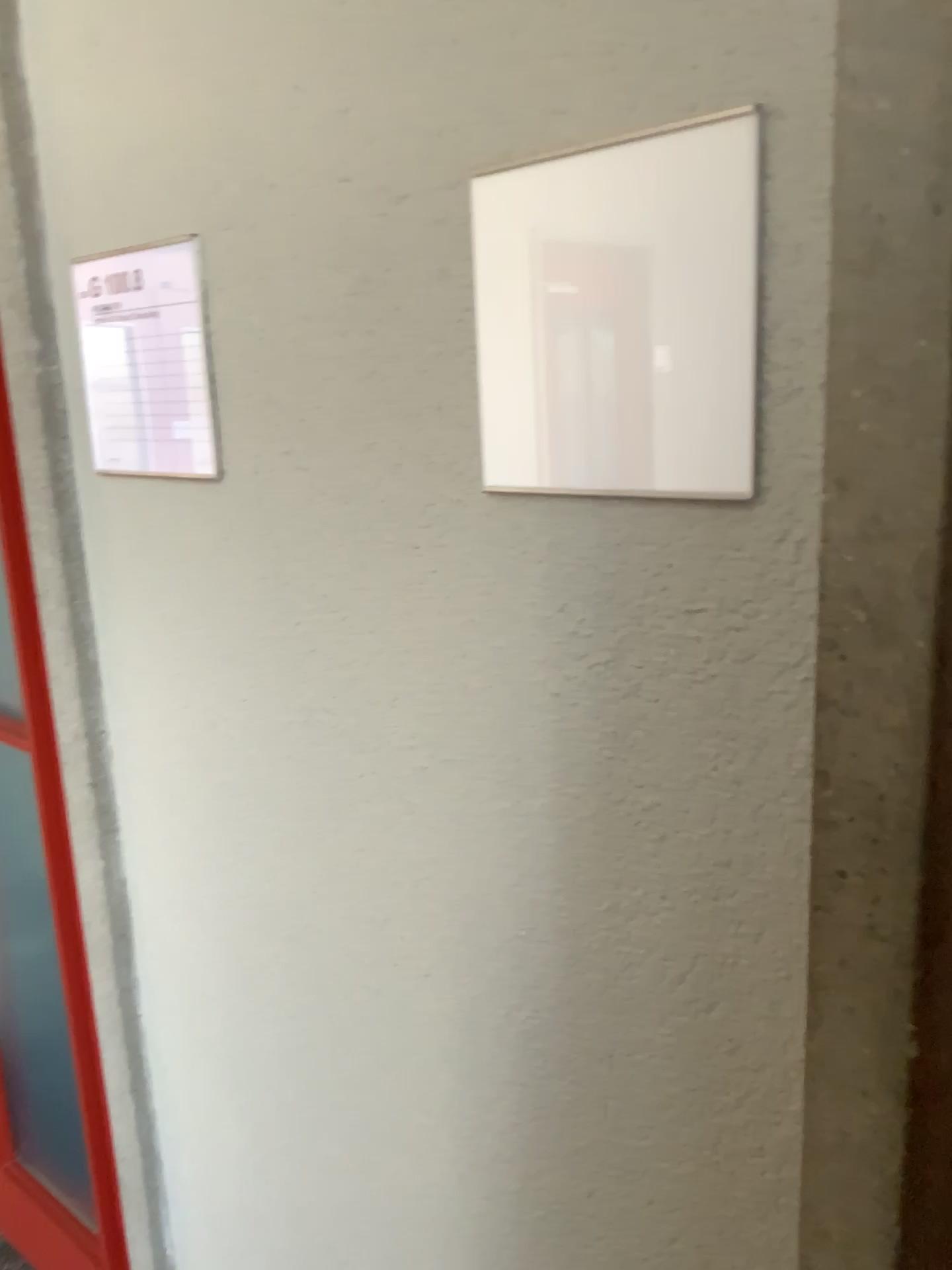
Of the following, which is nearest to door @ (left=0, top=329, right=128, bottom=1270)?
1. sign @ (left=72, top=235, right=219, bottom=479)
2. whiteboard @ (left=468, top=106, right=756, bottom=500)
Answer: sign @ (left=72, top=235, right=219, bottom=479)

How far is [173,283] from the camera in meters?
1.0 m

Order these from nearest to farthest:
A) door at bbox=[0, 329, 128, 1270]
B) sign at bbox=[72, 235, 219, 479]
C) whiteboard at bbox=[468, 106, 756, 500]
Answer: whiteboard at bbox=[468, 106, 756, 500] < sign at bbox=[72, 235, 219, 479] < door at bbox=[0, 329, 128, 1270]

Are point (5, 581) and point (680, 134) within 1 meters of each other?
no

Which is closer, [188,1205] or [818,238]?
[818,238]

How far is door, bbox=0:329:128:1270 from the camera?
1.6m

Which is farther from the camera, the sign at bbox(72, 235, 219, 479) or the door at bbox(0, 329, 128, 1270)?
the door at bbox(0, 329, 128, 1270)

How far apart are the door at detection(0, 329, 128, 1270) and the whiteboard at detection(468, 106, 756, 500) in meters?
1.0

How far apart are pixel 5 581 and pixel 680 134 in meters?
1.3 m

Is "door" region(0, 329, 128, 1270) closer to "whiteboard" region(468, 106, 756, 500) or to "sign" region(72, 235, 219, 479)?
"sign" region(72, 235, 219, 479)
